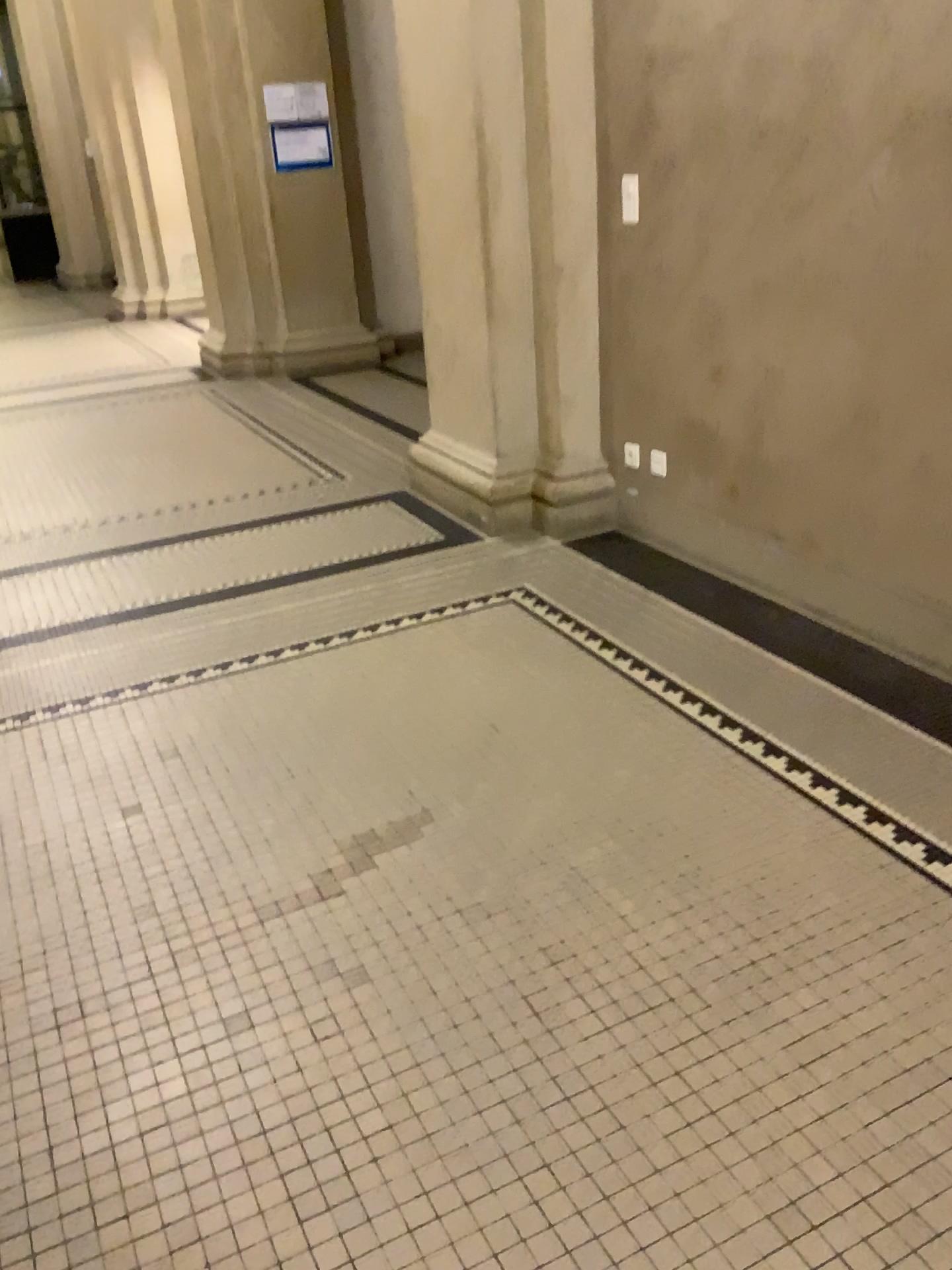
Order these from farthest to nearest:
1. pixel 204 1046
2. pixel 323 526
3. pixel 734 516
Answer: pixel 323 526 < pixel 734 516 < pixel 204 1046
